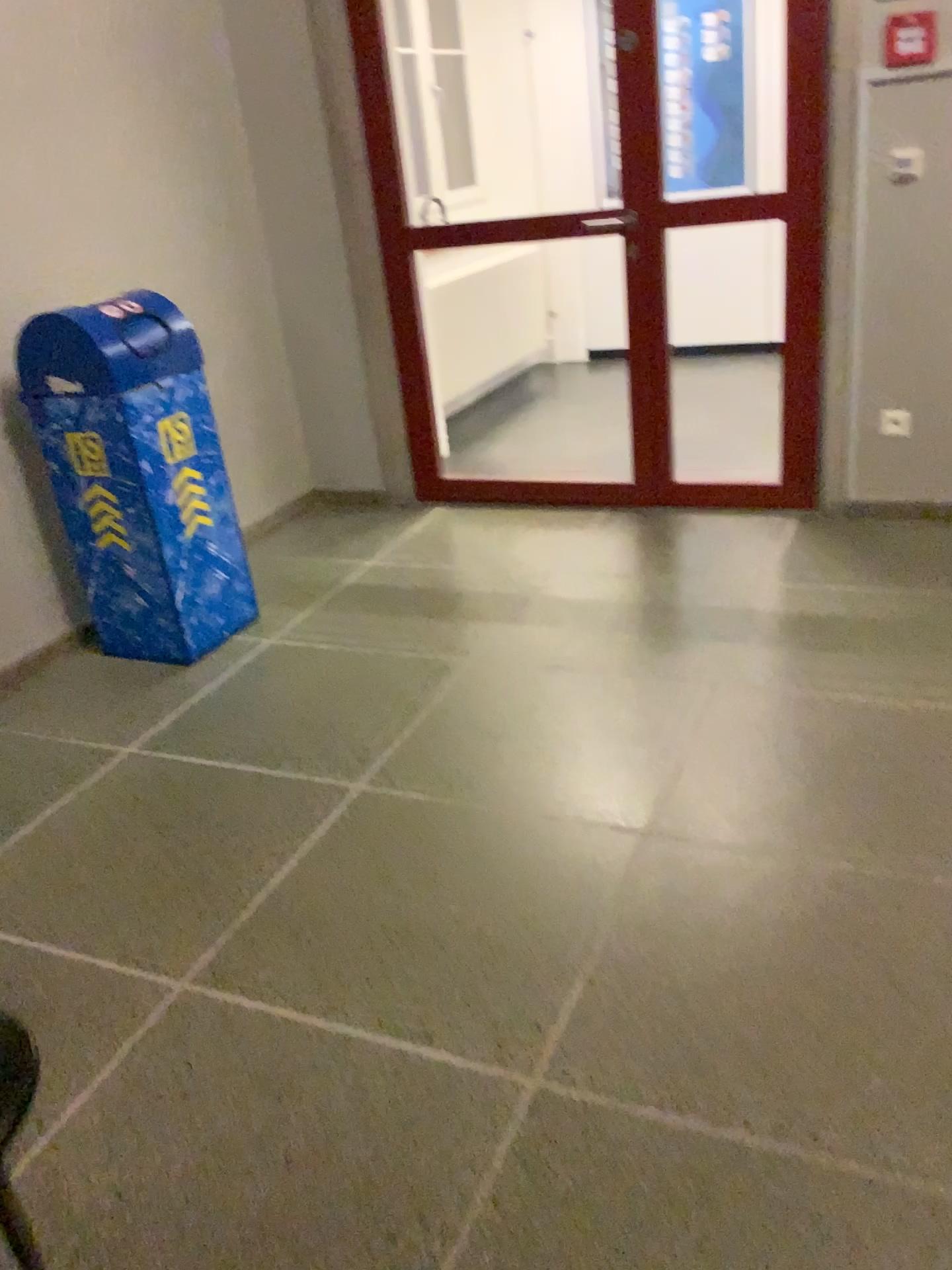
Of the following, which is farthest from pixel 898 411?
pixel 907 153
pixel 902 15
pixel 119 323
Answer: pixel 119 323

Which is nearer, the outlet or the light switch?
the light switch

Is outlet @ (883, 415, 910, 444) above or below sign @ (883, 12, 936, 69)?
below

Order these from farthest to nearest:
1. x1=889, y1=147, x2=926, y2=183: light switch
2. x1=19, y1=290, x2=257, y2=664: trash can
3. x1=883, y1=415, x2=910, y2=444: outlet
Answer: x1=883, y1=415, x2=910, y2=444: outlet
x1=889, y1=147, x2=926, y2=183: light switch
x1=19, y1=290, x2=257, y2=664: trash can

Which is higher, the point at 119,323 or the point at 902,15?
the point at 902,15

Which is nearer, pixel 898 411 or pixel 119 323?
pixel 119 323

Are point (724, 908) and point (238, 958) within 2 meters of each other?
yes

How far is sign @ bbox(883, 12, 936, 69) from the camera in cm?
311

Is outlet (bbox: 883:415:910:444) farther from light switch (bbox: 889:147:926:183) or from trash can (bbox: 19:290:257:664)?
trash can (bbox: 19:290:257:664)

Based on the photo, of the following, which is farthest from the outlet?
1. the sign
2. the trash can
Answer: the trash can
